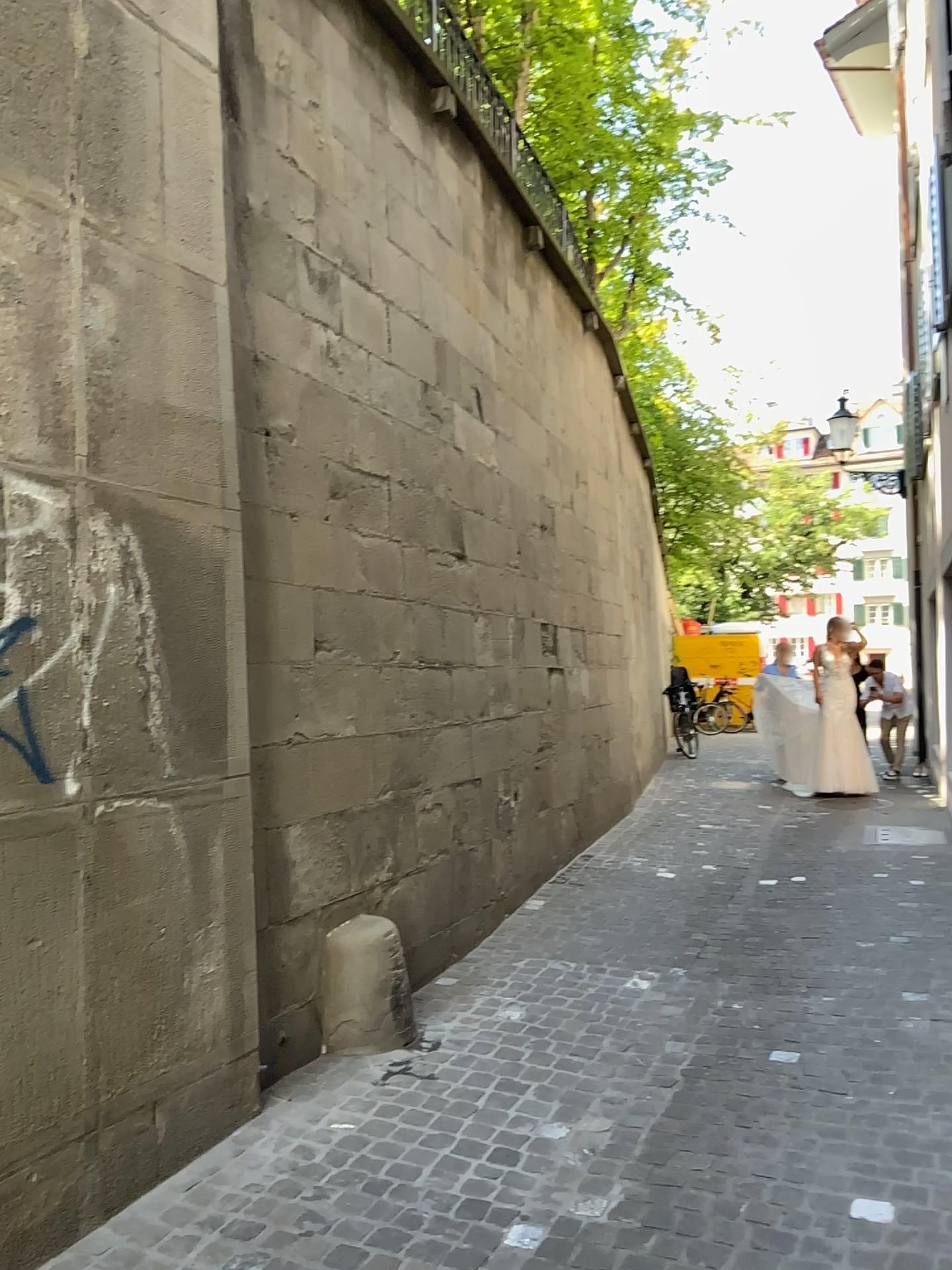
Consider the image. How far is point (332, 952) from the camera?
4.0 meters

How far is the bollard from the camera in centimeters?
399cm

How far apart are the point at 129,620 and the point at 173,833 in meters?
0.7
